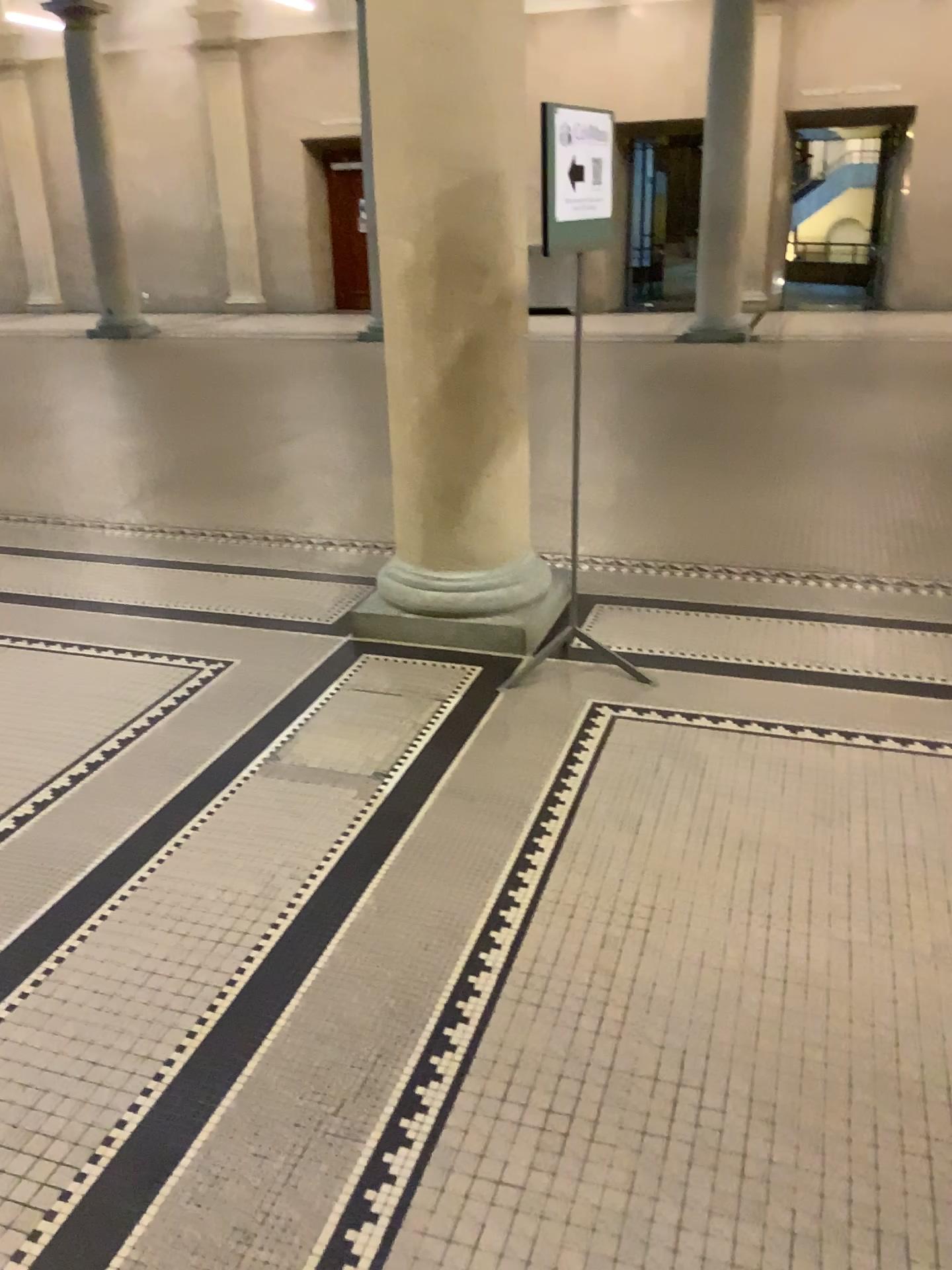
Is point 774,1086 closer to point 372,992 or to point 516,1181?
point 516,1181
